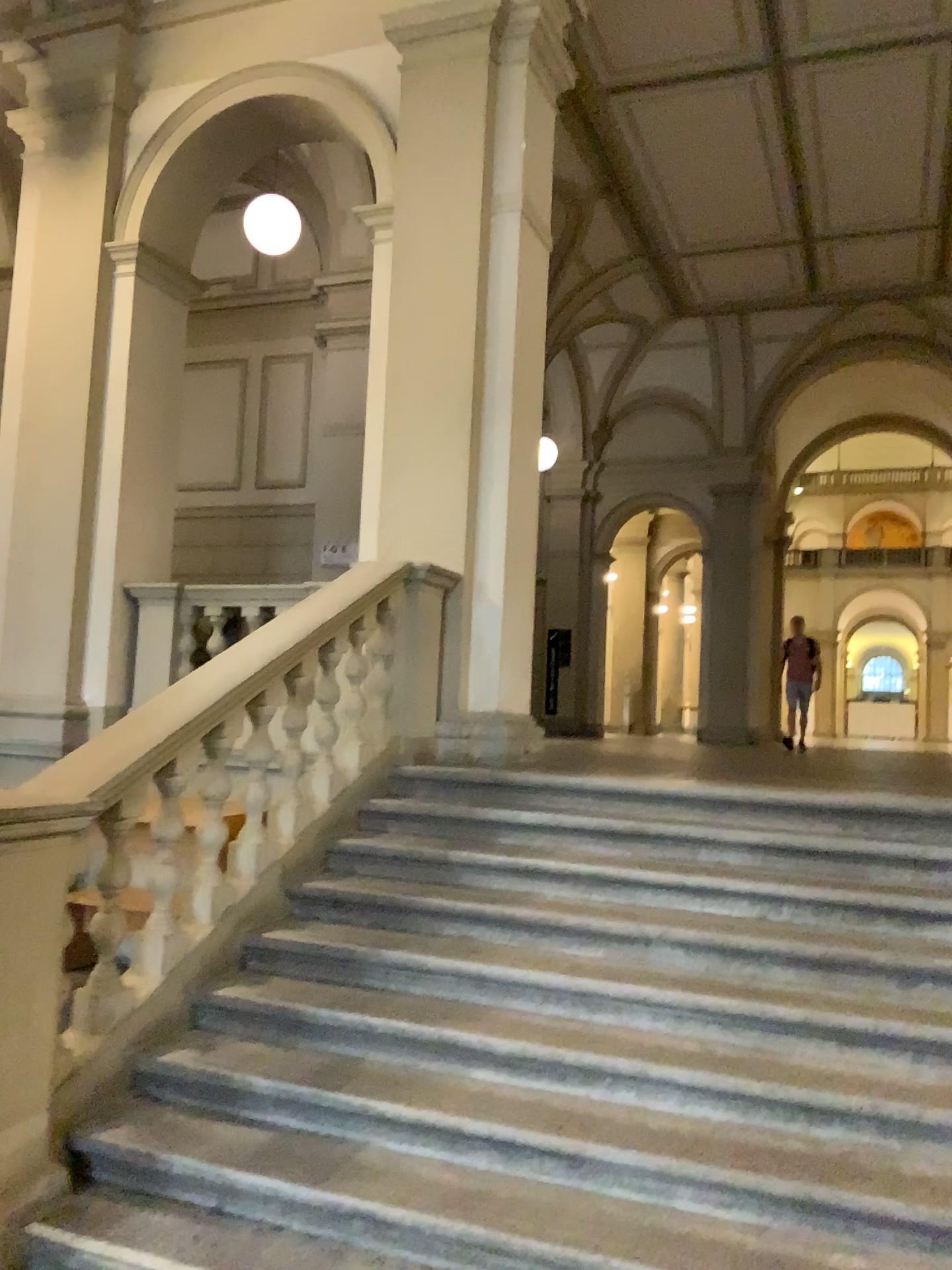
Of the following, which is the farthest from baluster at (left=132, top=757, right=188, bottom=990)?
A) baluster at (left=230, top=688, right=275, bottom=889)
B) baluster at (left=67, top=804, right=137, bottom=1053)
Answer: baluster at (left=230, top=688, right=275, bottom=889)

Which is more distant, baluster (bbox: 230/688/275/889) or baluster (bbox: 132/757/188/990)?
baluster (bbox: 230/688/275/889)

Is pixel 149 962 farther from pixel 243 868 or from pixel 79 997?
pixel 243 868

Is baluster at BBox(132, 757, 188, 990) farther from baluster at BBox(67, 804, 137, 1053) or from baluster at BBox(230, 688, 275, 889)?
baluster at BBox(230, 688, 275, 889)

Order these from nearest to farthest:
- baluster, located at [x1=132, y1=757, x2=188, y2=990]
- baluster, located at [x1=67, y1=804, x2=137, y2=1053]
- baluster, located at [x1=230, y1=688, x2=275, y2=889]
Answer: baluster, located at [x1=67, y1=804, x2=137, y2=1053] → baluster, located at [x1=132, y1=757, x2=188, y2=990] → baluster, located at [x1=230, y1=688, x2=275, y2=889]

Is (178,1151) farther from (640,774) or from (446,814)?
(640,774)

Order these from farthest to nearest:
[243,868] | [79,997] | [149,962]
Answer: [243,868], [149,962], [79,997]

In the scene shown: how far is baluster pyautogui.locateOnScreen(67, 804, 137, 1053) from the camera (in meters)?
3.38

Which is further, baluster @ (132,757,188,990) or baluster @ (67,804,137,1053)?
baluster @ (132,757,188,990)

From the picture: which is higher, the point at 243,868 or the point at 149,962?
the point at 243,868
